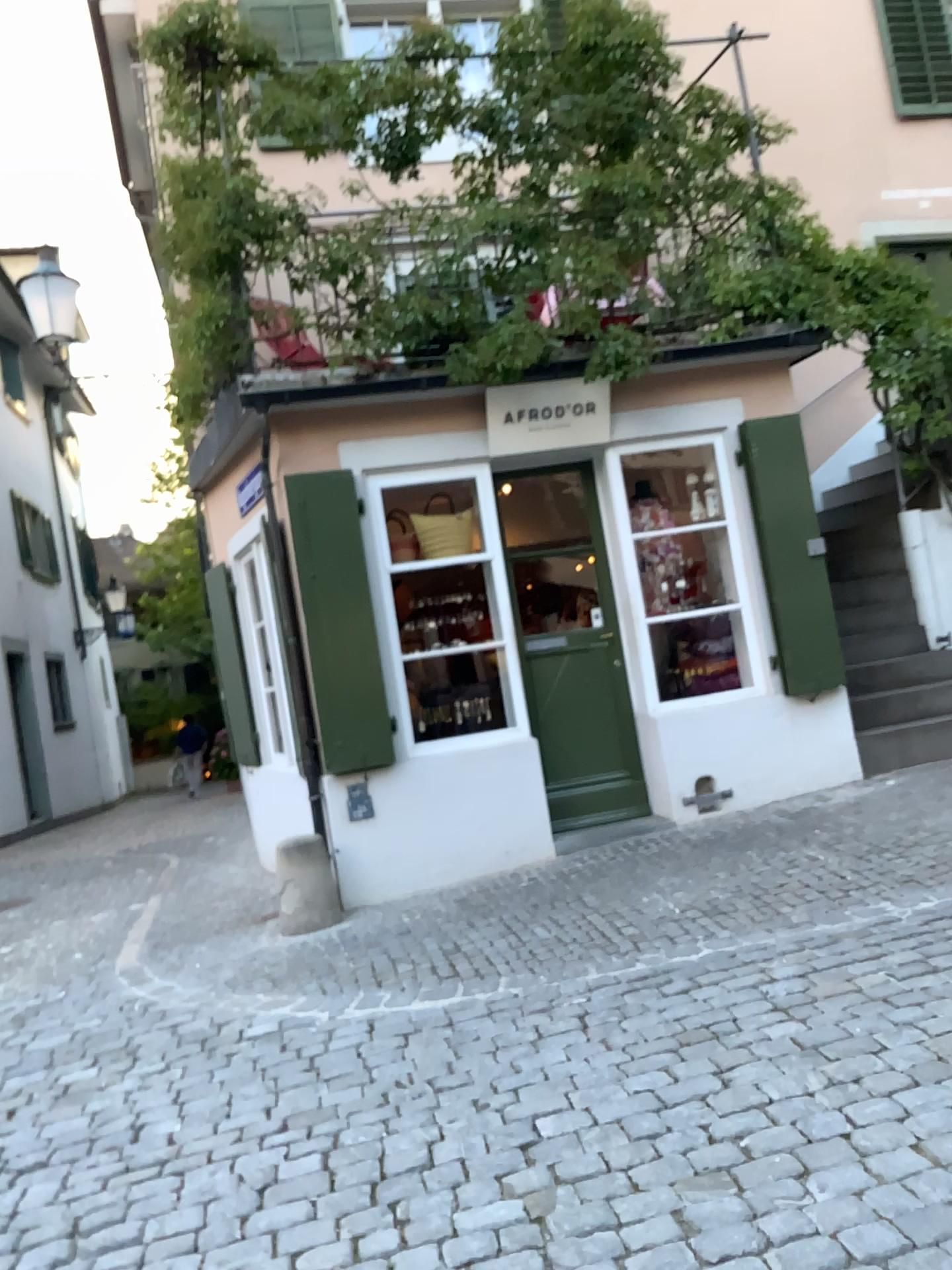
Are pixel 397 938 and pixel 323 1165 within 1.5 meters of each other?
no
